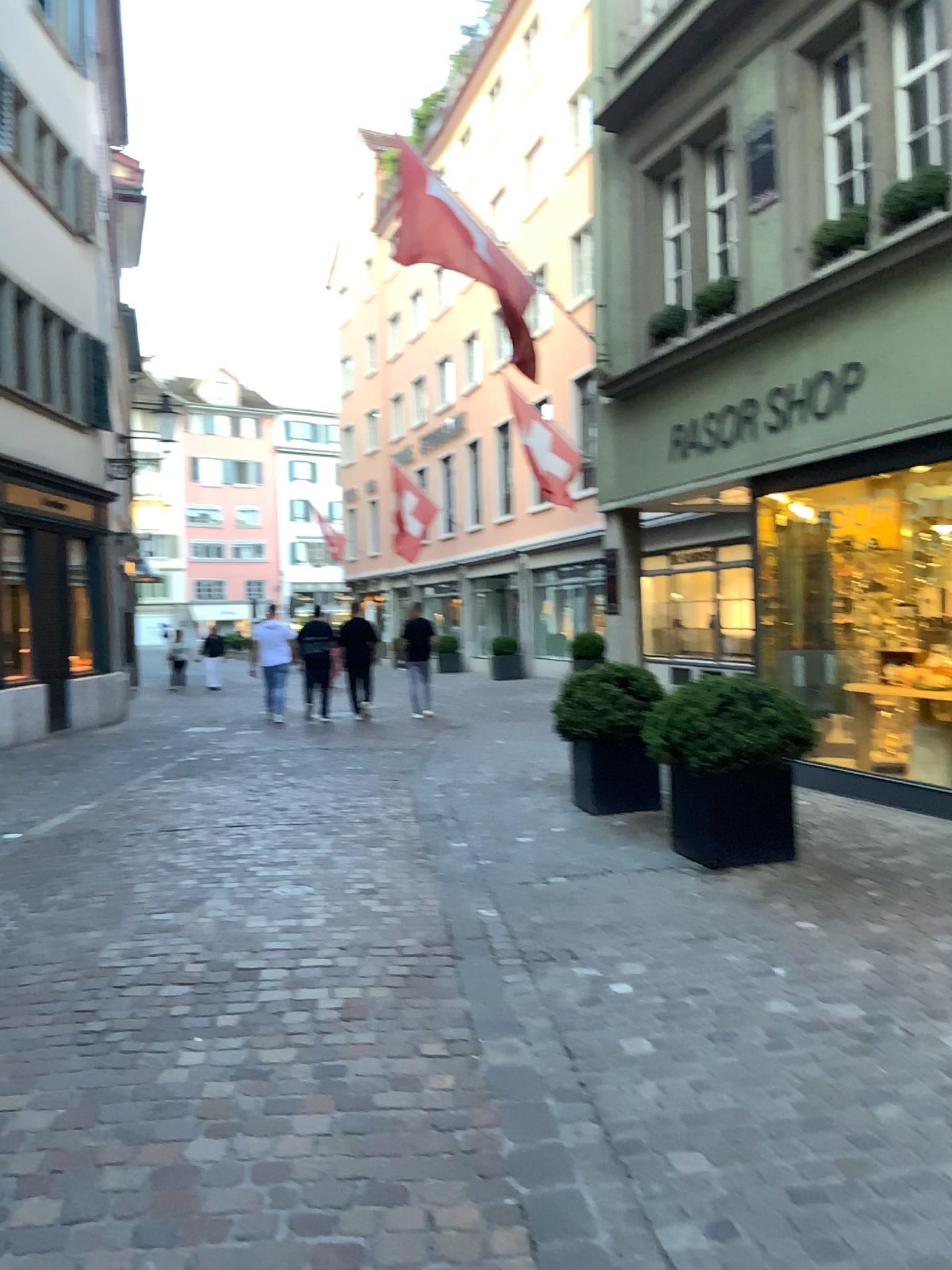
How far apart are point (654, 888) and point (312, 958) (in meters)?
1.70
